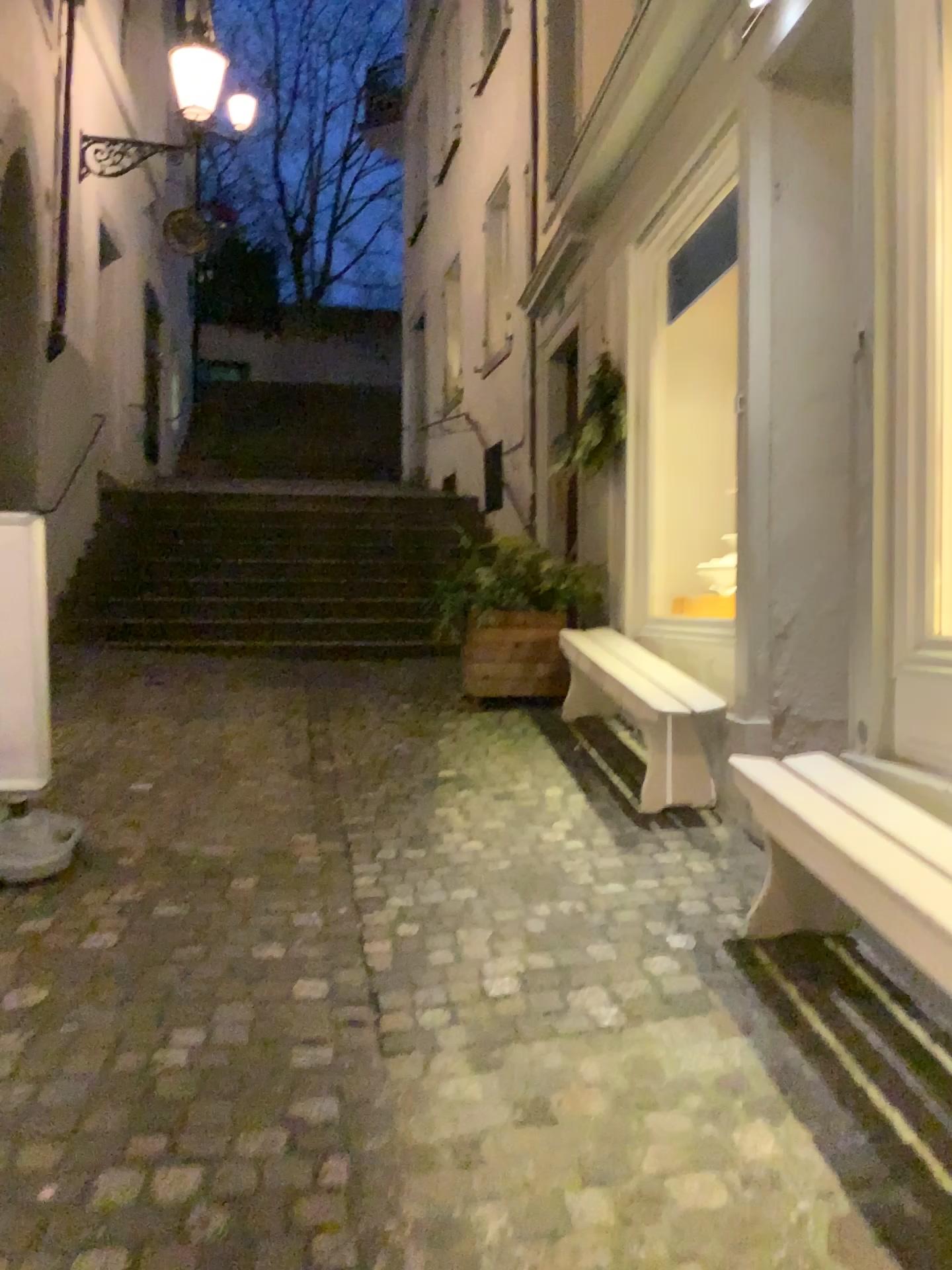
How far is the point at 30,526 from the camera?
3.2m

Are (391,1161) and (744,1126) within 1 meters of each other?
yes

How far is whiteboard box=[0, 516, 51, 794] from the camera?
3.2 meters
